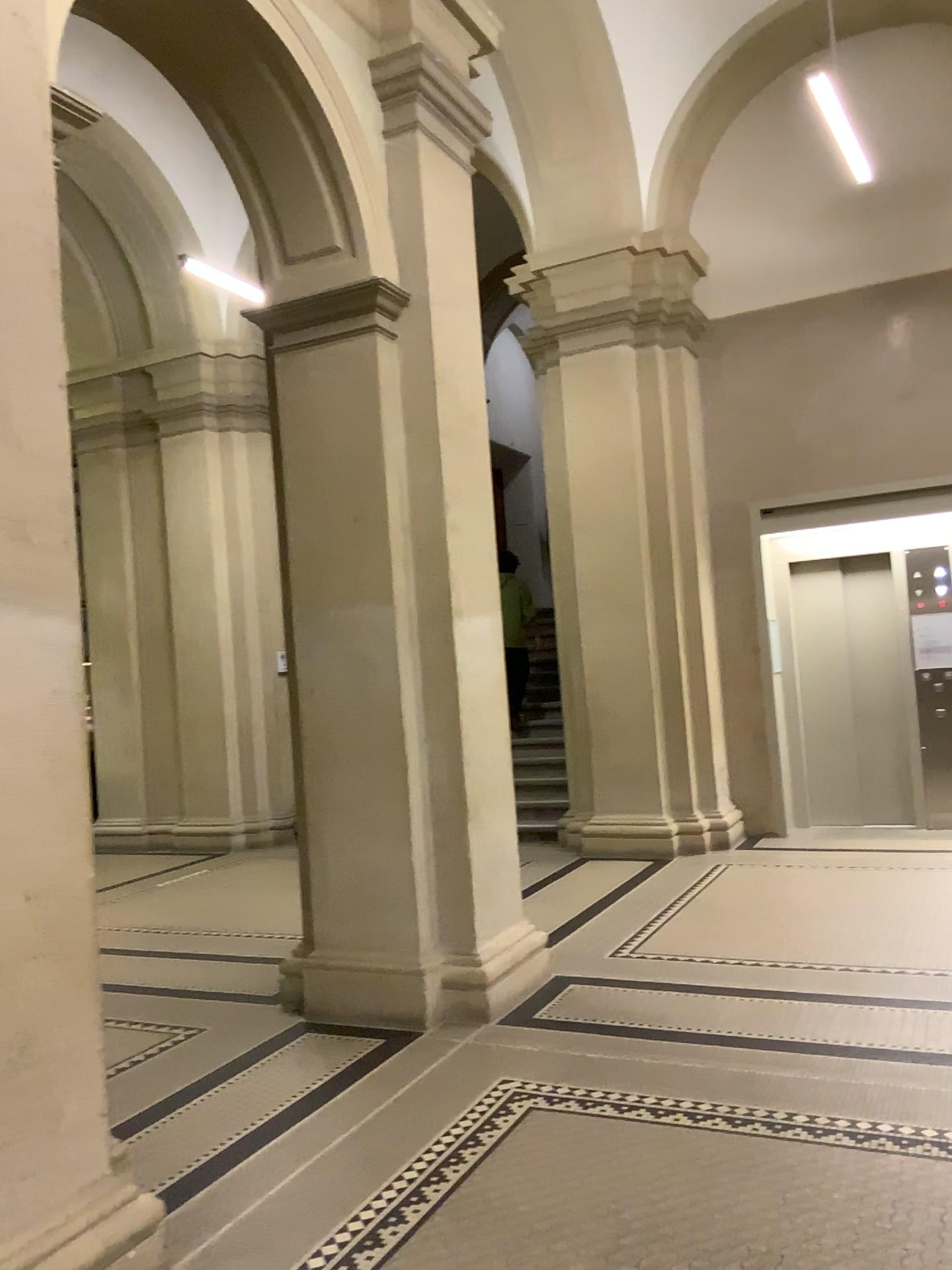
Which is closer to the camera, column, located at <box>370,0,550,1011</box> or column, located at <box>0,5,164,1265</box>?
column, located at <box>0,5,164,1265</box>

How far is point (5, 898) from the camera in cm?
247

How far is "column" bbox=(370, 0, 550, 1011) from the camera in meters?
4.7 m

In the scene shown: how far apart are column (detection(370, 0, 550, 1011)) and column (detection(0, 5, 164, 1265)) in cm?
201

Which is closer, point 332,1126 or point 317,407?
point 332,1126

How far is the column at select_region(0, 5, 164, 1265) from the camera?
2.5m

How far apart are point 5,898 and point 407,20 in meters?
4.1

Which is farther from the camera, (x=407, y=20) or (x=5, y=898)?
(x=407, y=20)
